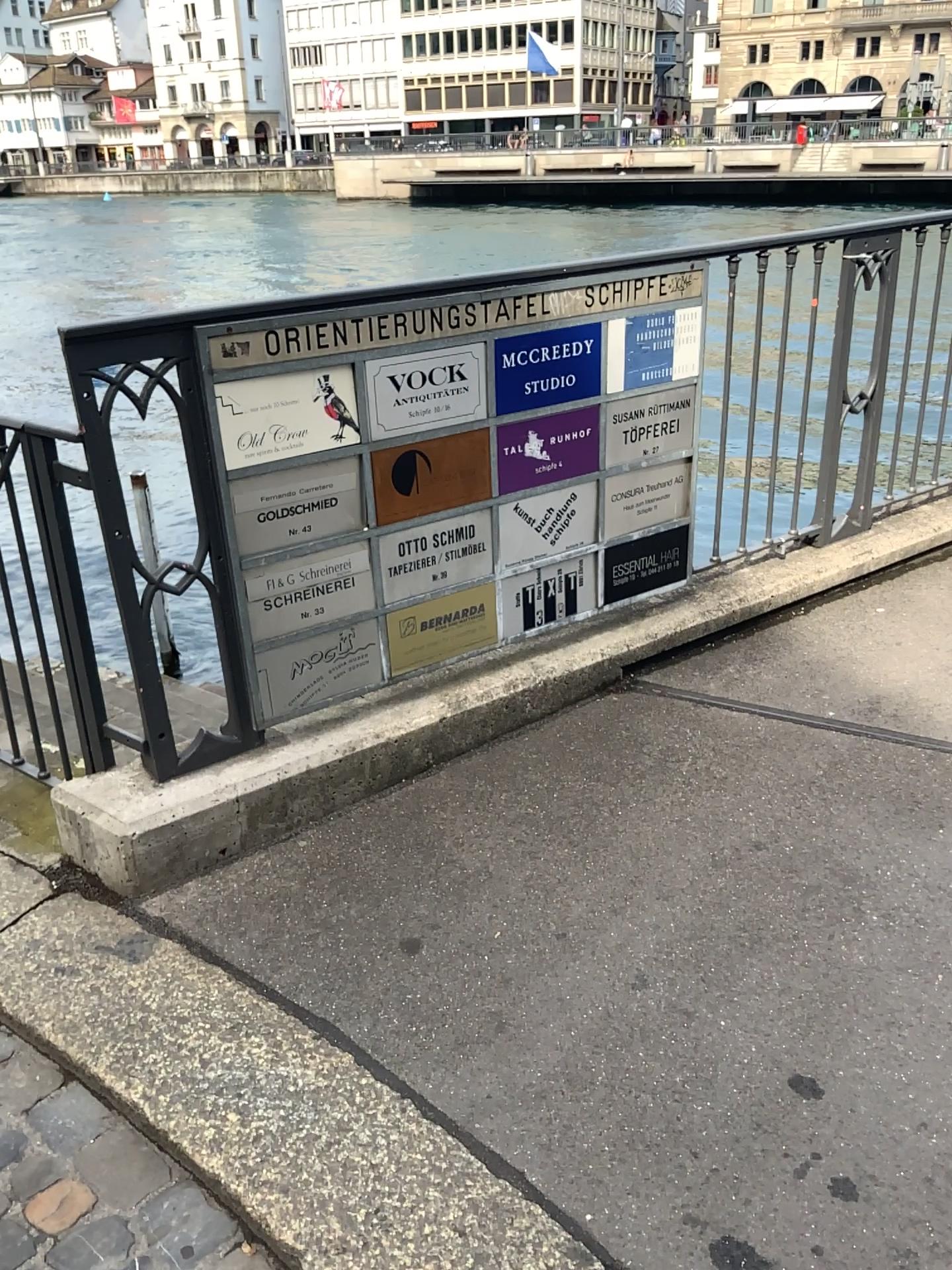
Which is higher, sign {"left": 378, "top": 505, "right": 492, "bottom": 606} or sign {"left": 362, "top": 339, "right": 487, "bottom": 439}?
sign {"left": 362, "top": 339, "right": 487, "bottom": 439}

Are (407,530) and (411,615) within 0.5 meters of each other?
yes

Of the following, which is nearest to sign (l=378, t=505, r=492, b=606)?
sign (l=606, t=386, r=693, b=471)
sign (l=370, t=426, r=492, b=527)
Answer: sign (l=370, t=426, r=492, b=527)

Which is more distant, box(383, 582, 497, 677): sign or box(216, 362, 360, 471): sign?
box(383, 582, 497, 677): sign

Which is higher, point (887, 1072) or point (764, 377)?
point (764, 377)

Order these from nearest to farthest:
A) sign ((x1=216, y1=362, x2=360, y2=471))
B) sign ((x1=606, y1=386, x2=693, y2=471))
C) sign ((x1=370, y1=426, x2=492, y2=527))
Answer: sign ((x1=216, y1=362, x2=360, y2=471)), sign ((x1=370, y1=426, x2=492, y2=527)), sign ((x1=606, y1=386, x2=693, y2=471))

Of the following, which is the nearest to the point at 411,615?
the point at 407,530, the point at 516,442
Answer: the point at 407,530

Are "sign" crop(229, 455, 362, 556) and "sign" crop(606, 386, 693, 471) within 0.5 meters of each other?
no

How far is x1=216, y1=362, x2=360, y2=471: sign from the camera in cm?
221

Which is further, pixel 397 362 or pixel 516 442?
pixel 516 442
